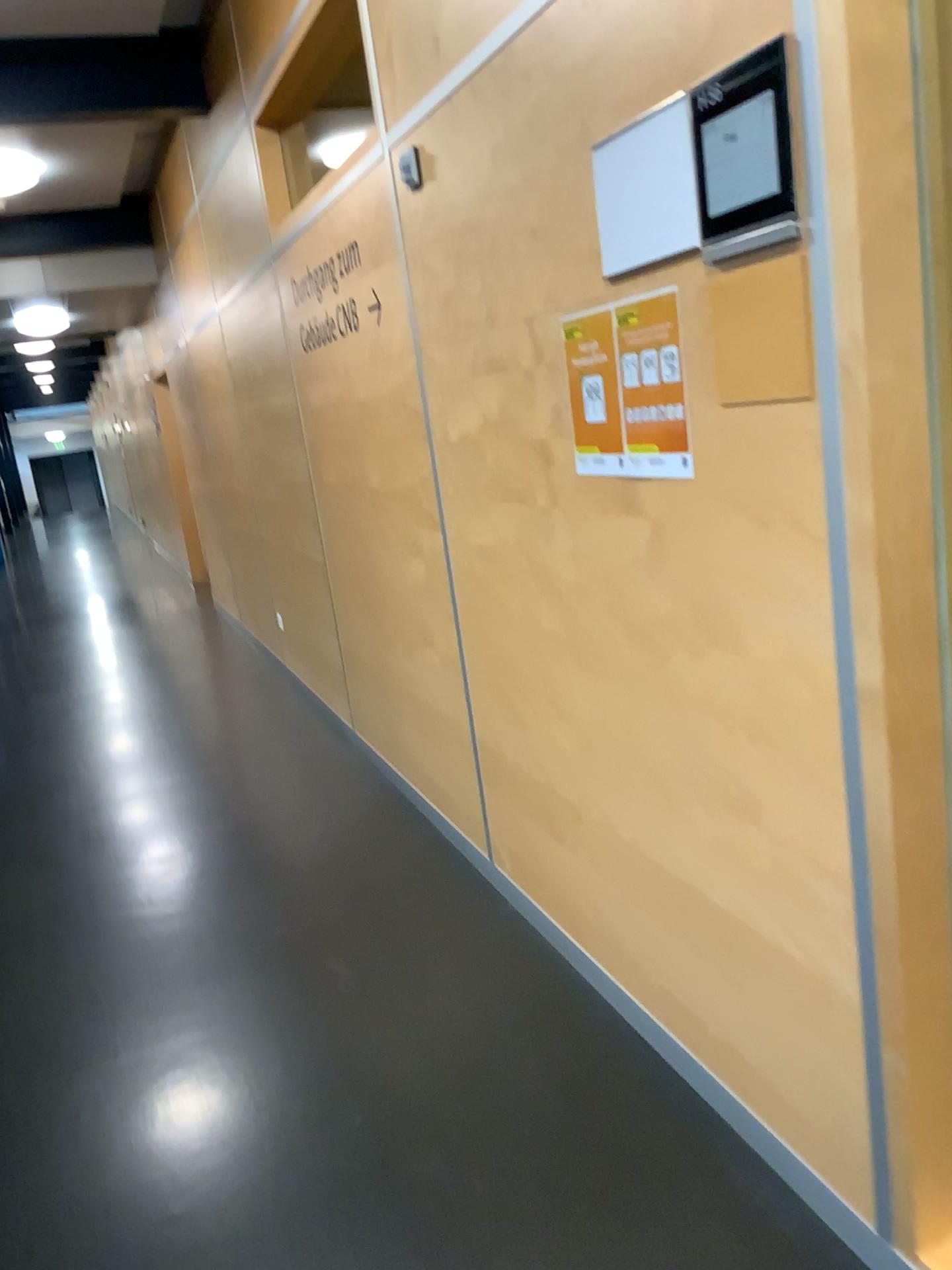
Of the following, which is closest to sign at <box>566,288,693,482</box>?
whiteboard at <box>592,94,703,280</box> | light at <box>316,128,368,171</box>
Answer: whiteboard at <box>592,94,703,280</box>

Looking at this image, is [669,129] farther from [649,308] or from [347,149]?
[347,149]

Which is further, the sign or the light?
the light

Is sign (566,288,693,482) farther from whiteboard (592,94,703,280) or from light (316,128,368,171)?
light (316,128,368,171)

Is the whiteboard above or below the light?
below

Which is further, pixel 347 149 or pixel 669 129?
pixel 347 149

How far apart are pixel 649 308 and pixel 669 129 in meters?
0.3 m

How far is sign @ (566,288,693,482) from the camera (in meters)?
1.69

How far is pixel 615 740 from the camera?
2.2m
